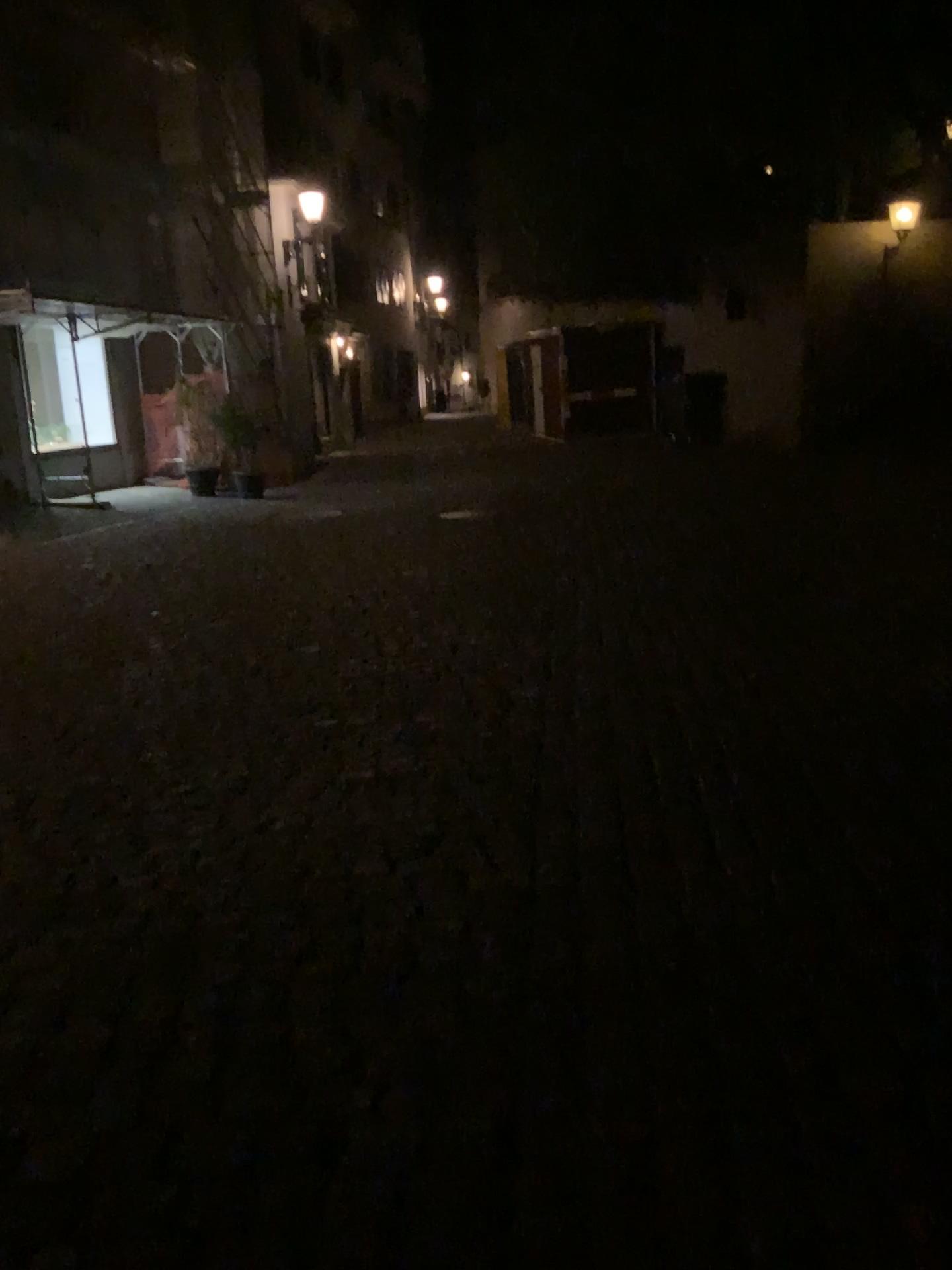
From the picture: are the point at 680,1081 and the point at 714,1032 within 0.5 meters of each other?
yes
